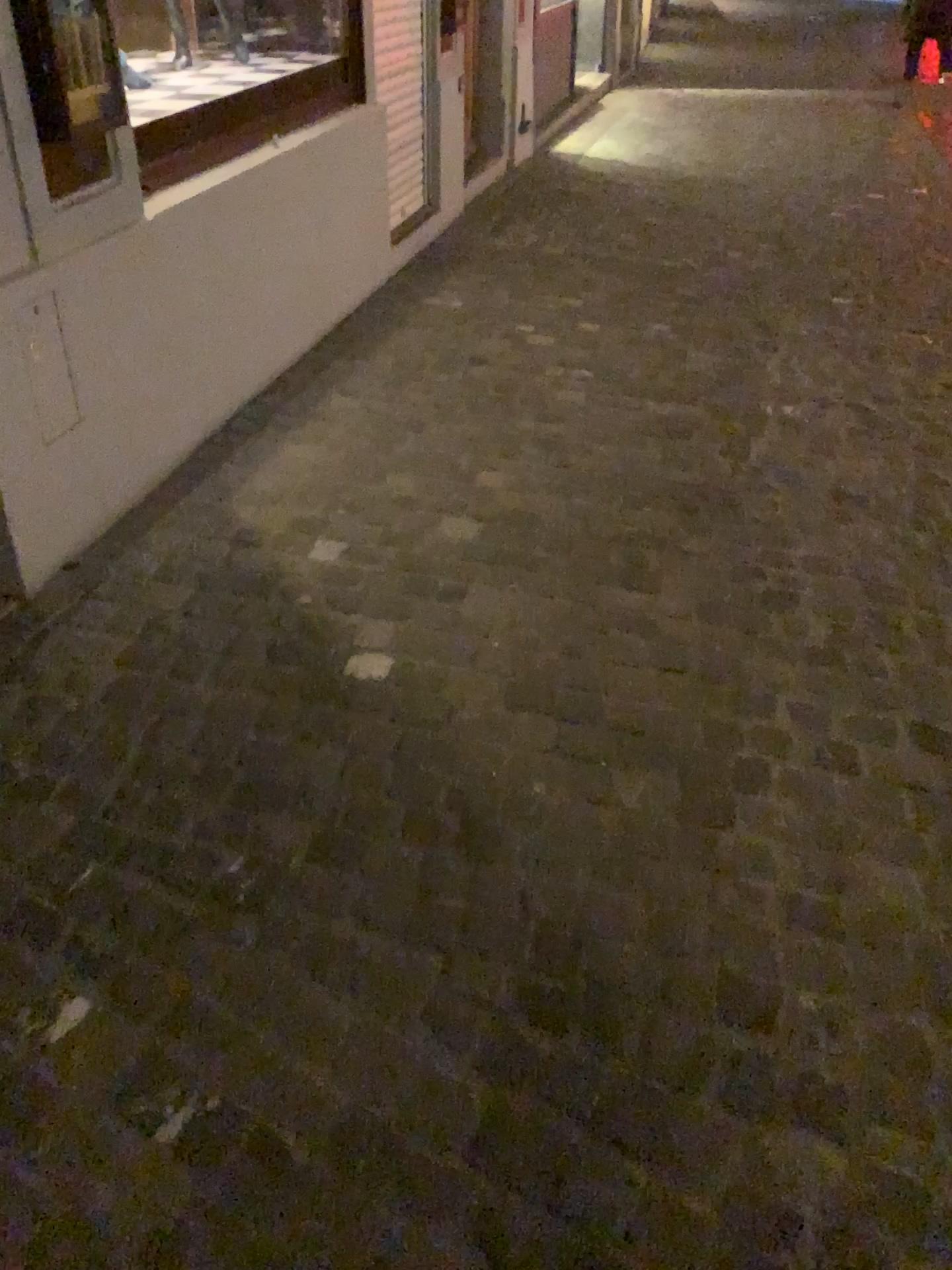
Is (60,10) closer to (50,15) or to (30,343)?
(50,15)

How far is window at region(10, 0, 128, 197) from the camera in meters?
2.1

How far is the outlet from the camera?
2.2m

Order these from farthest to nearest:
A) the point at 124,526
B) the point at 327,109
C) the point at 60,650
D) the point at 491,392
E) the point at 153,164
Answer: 1. the point at 327,109
2. the point at 491,392
3. the point at 153,164
4. the point at 124,526
5. the point at 60,650

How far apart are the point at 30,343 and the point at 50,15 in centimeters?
64cm

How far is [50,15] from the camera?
2.1 meters
